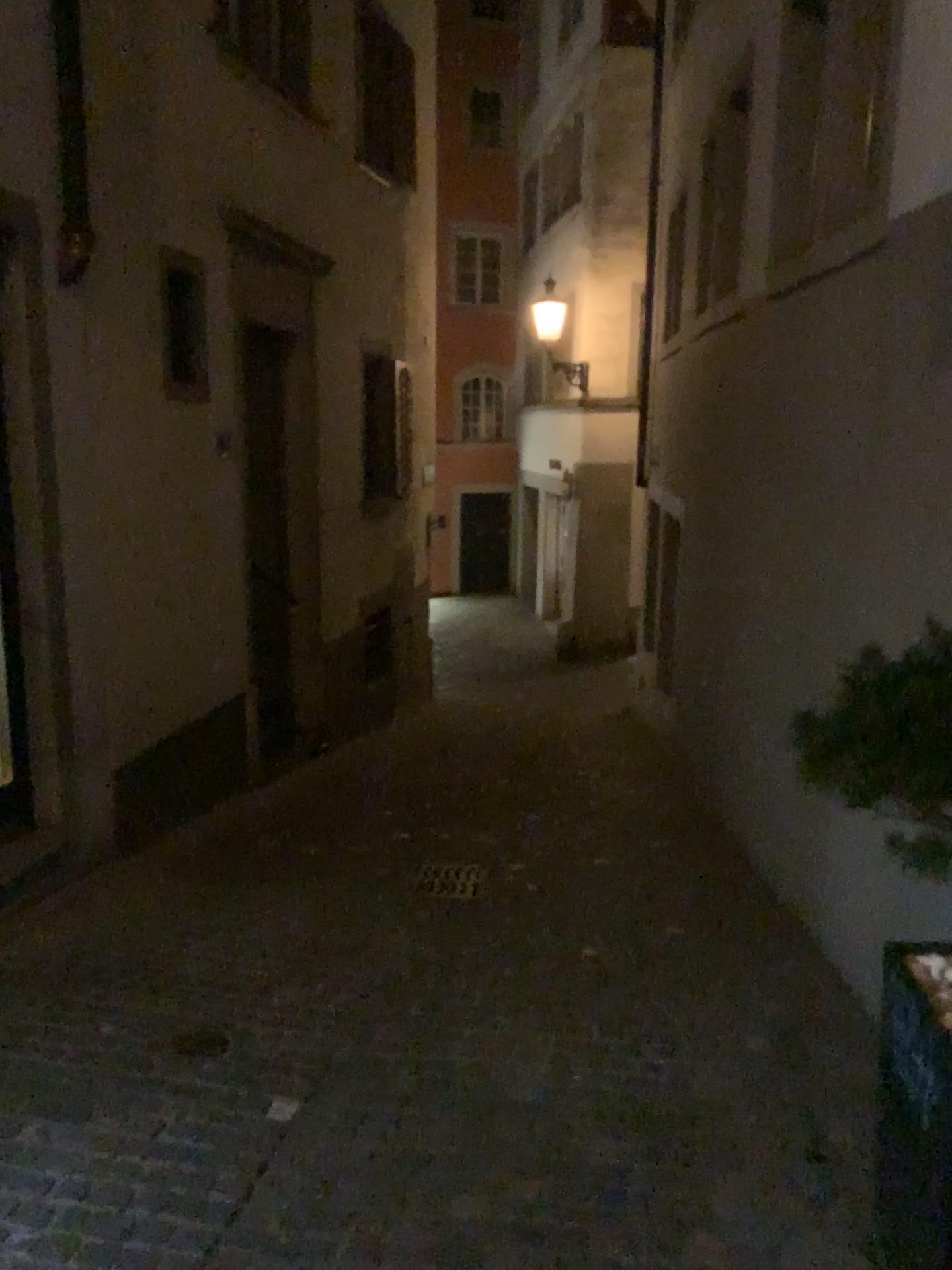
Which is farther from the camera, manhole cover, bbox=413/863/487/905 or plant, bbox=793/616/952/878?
manhole cover, bbox=413/863/487/905

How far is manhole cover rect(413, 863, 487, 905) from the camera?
5.0 meters

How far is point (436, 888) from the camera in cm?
499

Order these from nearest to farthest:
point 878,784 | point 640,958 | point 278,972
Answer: point 878,784 < point 278,972 < point 640,958

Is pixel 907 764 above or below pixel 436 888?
above

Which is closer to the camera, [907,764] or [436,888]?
[907,764]

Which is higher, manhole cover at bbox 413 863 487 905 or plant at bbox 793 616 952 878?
plant at bbox 793 616 952 878
